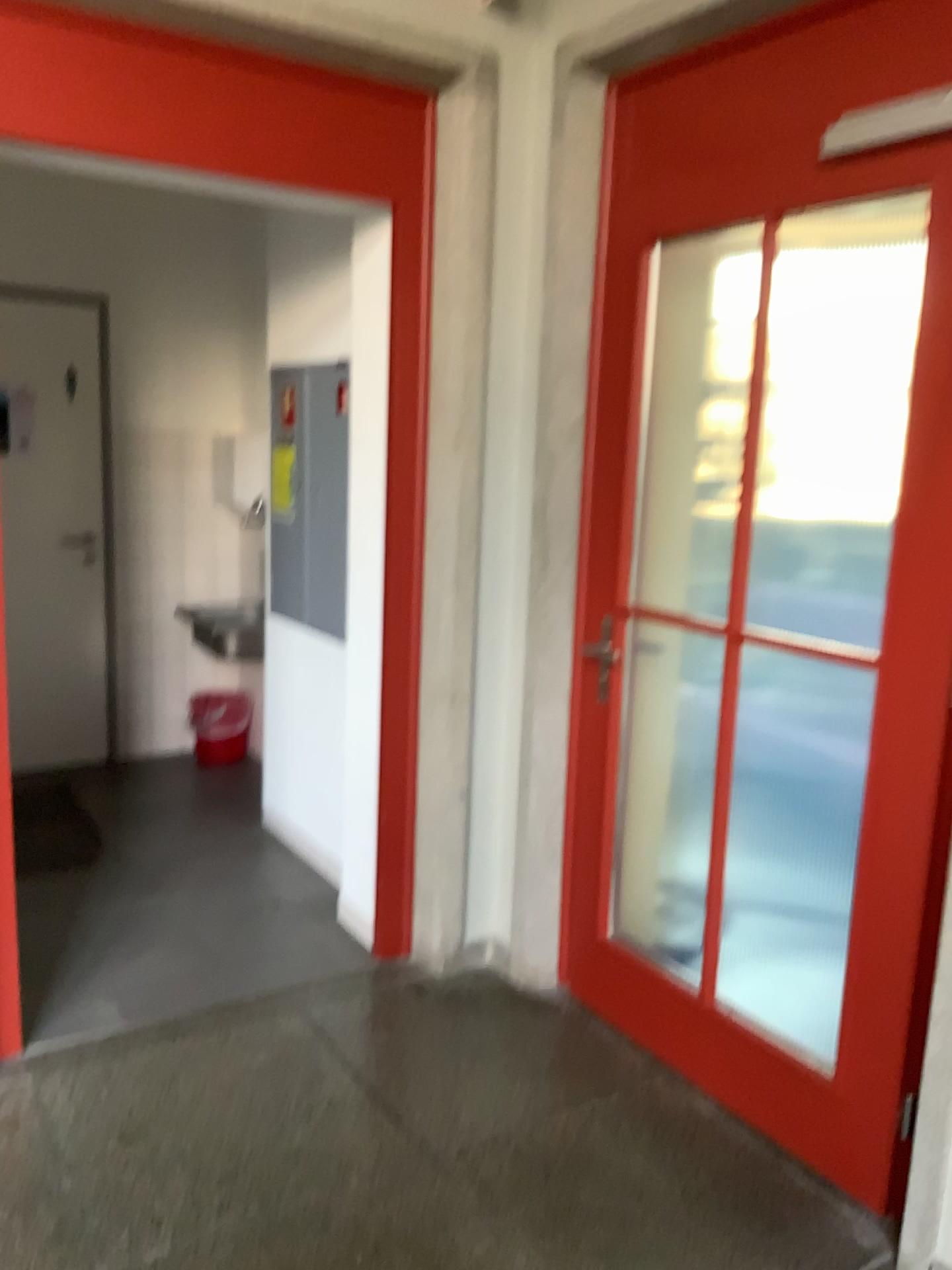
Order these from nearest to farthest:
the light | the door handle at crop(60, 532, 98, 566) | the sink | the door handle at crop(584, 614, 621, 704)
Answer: the light
the door handle at crop(584, 614, 621, 704)
the sink
the door handle at crop(60, 532, 98, 566)

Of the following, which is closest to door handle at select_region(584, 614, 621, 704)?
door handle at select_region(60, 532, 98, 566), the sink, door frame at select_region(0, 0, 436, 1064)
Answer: door frame at select_region(0, 0, 436, 1064)

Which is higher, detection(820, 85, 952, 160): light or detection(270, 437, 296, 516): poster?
detection(820, 85, 952, 160): light

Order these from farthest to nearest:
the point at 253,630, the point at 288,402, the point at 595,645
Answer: the point at 253,630, the point at 288,402, the point at 595,645

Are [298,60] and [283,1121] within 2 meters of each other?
no

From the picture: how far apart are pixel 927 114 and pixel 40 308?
3.6m

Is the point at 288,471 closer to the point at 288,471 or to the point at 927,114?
the point at 288,471

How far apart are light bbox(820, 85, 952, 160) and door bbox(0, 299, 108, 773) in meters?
3.4

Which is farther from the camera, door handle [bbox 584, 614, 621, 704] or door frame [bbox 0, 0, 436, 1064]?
door handle [bbox 584, 614, 621, 704]

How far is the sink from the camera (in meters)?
4.20
